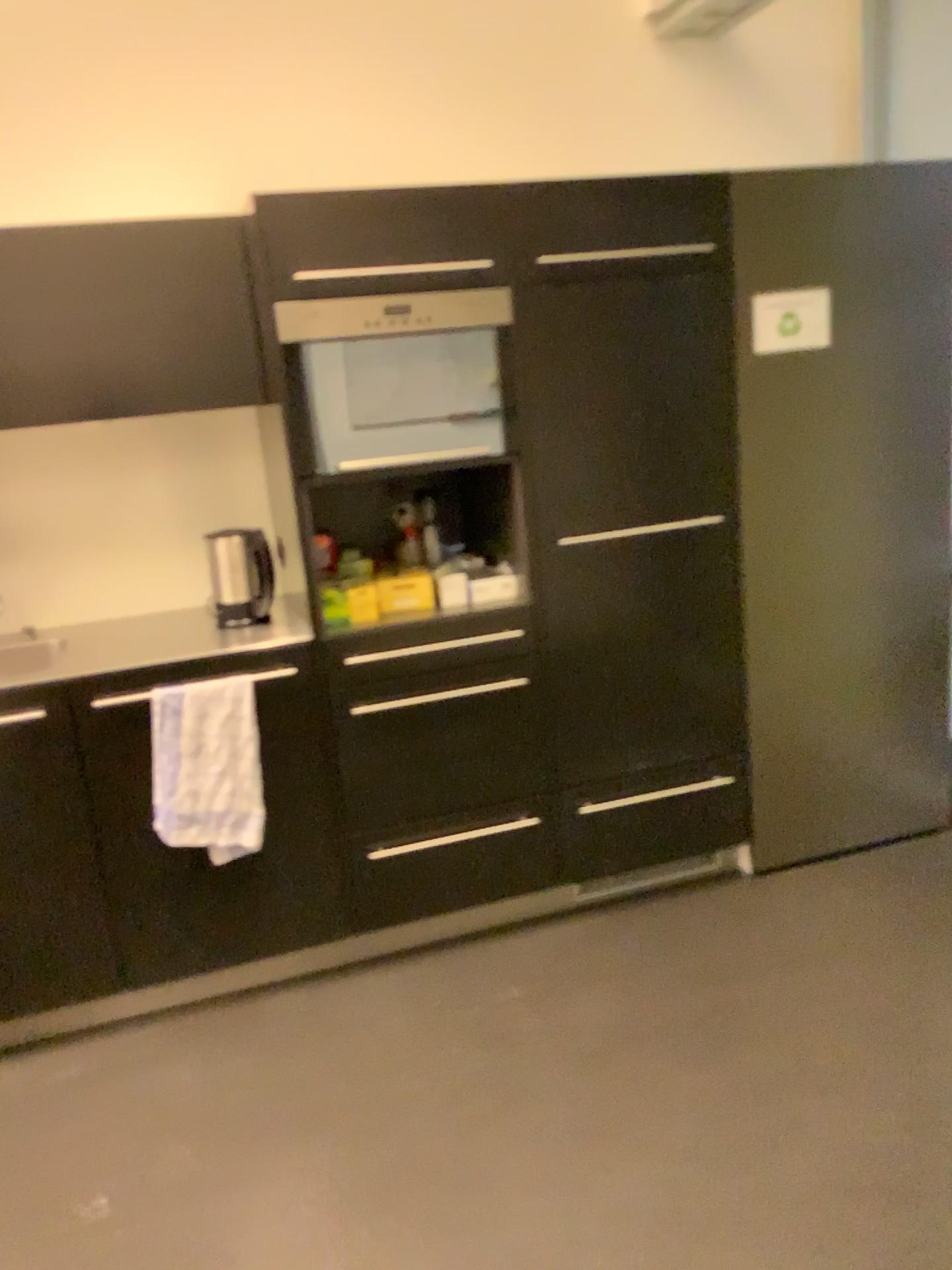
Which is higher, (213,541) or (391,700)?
(213,541)

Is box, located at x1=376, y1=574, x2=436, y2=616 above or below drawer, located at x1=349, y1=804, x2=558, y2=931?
above

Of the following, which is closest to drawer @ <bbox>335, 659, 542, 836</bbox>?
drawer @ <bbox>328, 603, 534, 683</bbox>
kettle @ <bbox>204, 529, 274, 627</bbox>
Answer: drawer @ <bbox>328, 603, 534, 683</bbox>

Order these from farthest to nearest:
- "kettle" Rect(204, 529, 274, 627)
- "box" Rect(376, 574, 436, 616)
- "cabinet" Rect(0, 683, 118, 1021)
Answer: "kettle" Rect(204, 529, 274, 627) < "box" Rect(376, 574, 436, 616) < "cabinet" Rect(0, 683, 118, 1021)

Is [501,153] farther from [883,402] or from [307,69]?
[883,402]

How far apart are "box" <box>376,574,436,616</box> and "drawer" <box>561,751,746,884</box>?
0.7 meters

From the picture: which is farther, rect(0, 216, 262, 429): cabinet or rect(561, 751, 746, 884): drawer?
rect(561, 751, 746, 884): drawer

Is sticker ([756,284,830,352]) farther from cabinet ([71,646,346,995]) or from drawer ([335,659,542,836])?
cabinet ([71,646,346,995])

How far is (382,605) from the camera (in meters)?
2.58

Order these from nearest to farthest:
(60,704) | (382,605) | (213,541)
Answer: (60,704) < (382,605) < (213,541)
